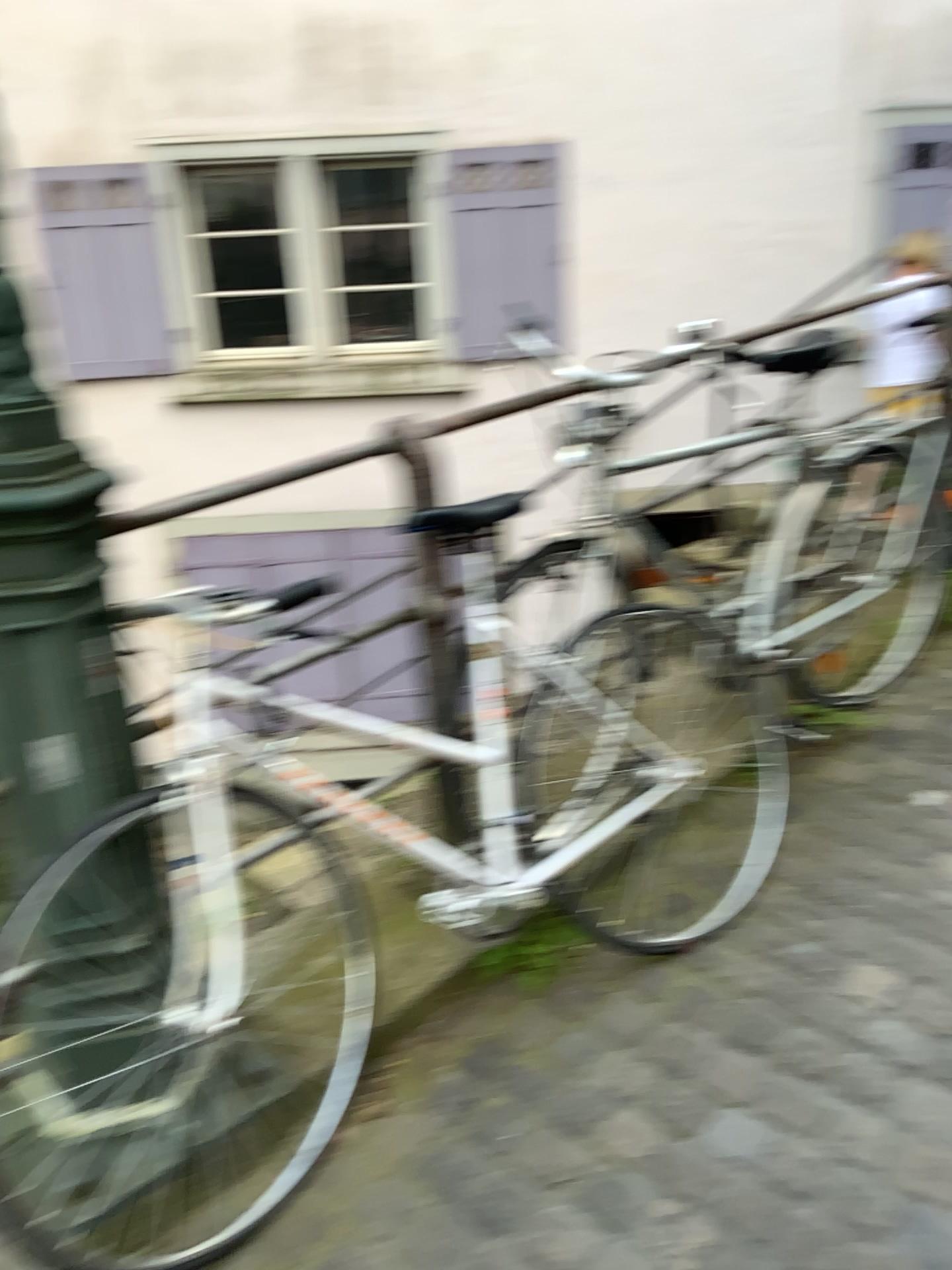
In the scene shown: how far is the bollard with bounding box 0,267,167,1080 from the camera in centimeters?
129cm

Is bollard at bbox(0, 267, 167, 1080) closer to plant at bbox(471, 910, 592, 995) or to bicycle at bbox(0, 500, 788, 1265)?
bicycle at bbox(0, 500, 788, 1265)

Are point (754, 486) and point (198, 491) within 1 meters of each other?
no

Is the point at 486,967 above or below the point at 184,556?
below

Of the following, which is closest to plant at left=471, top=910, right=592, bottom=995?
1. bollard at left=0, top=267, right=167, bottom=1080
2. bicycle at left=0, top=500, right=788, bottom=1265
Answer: bicycle at left=0, top=500, right=788, bottom=1265

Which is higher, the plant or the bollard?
the bollard

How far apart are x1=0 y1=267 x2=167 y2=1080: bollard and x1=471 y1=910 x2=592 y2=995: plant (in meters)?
0.66

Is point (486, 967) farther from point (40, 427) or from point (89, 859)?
point (40, 427)

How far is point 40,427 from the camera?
1.3m

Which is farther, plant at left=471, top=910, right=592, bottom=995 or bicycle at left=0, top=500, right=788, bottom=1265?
plant at left=471, top=910, right=592, bottom=995
